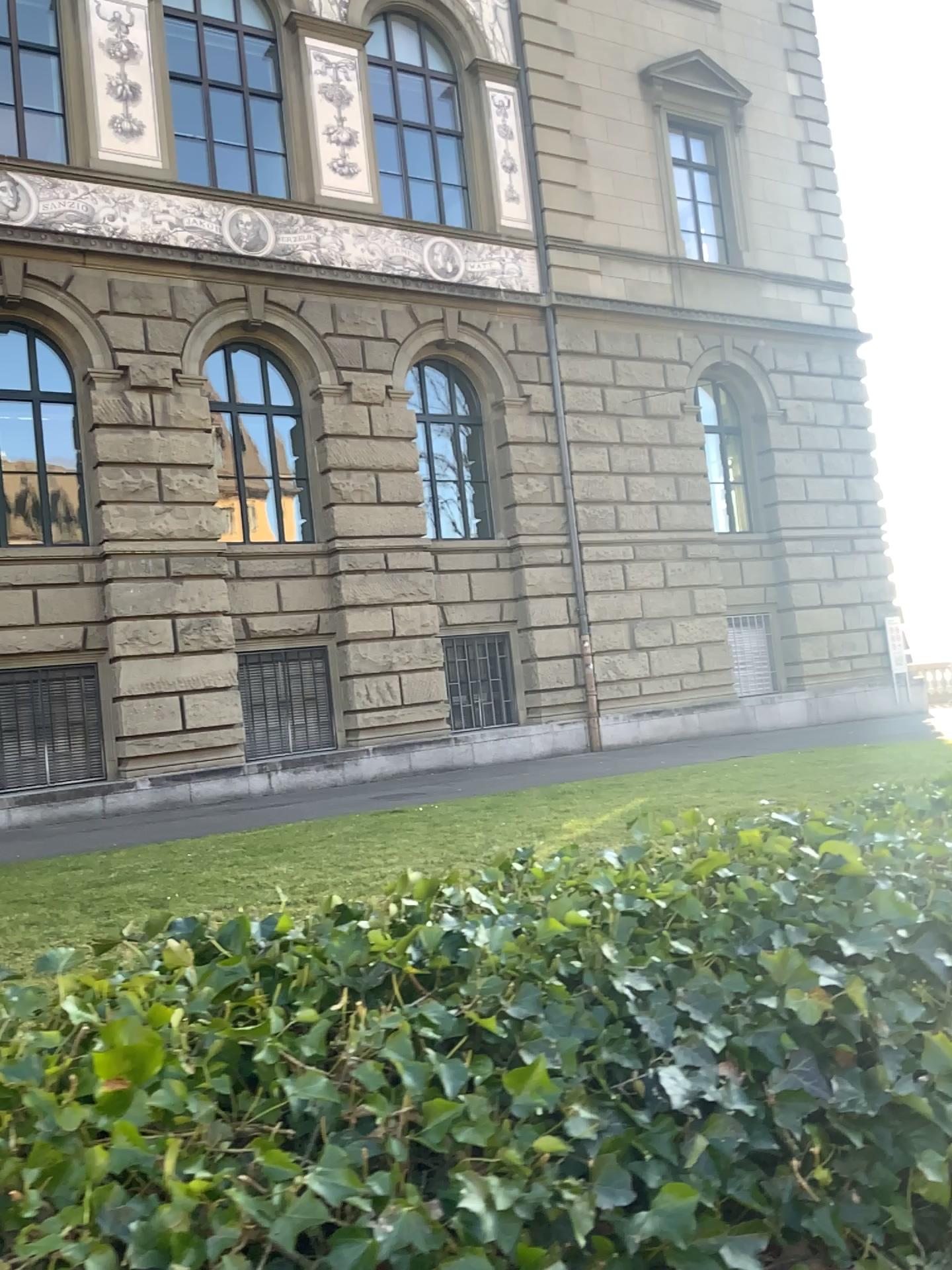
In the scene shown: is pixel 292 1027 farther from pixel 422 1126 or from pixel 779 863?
pixel 779 863
